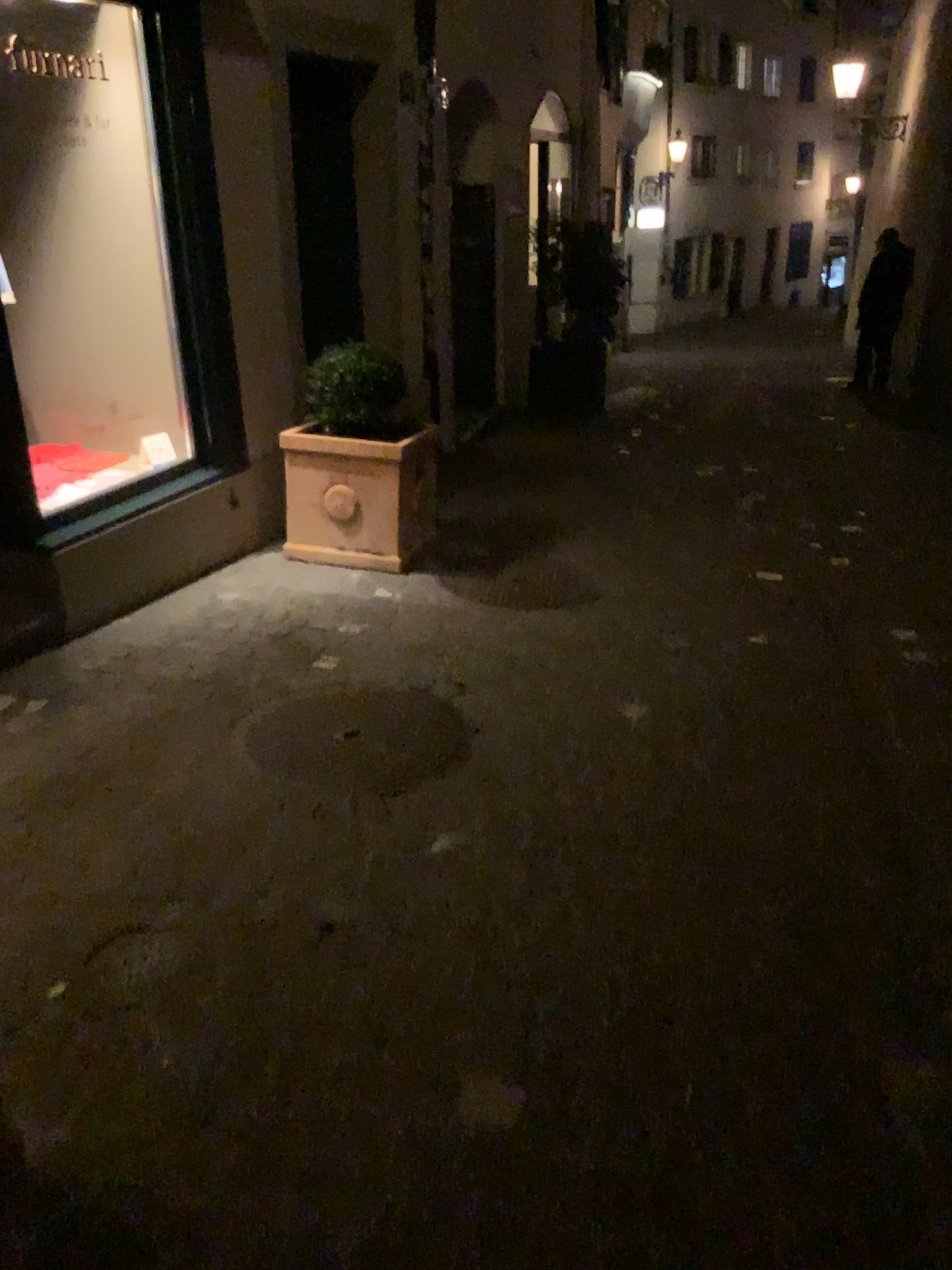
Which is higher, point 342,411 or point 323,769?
point 342,411

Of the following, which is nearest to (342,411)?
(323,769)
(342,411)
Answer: (342,411)

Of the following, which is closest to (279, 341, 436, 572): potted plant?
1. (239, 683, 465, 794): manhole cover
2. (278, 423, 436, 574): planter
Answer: (278, 423, 436, 574): planter

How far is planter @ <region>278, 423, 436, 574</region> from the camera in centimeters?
448cm

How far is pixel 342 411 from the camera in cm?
445

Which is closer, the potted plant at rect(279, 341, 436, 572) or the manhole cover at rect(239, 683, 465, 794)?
the manhole cover at rect(239, 683, 465, 794)

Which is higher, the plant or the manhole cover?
the plant

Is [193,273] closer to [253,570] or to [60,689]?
[253,570]

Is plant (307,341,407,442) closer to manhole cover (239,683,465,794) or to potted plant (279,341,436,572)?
potted plant (279,341,436,572)
